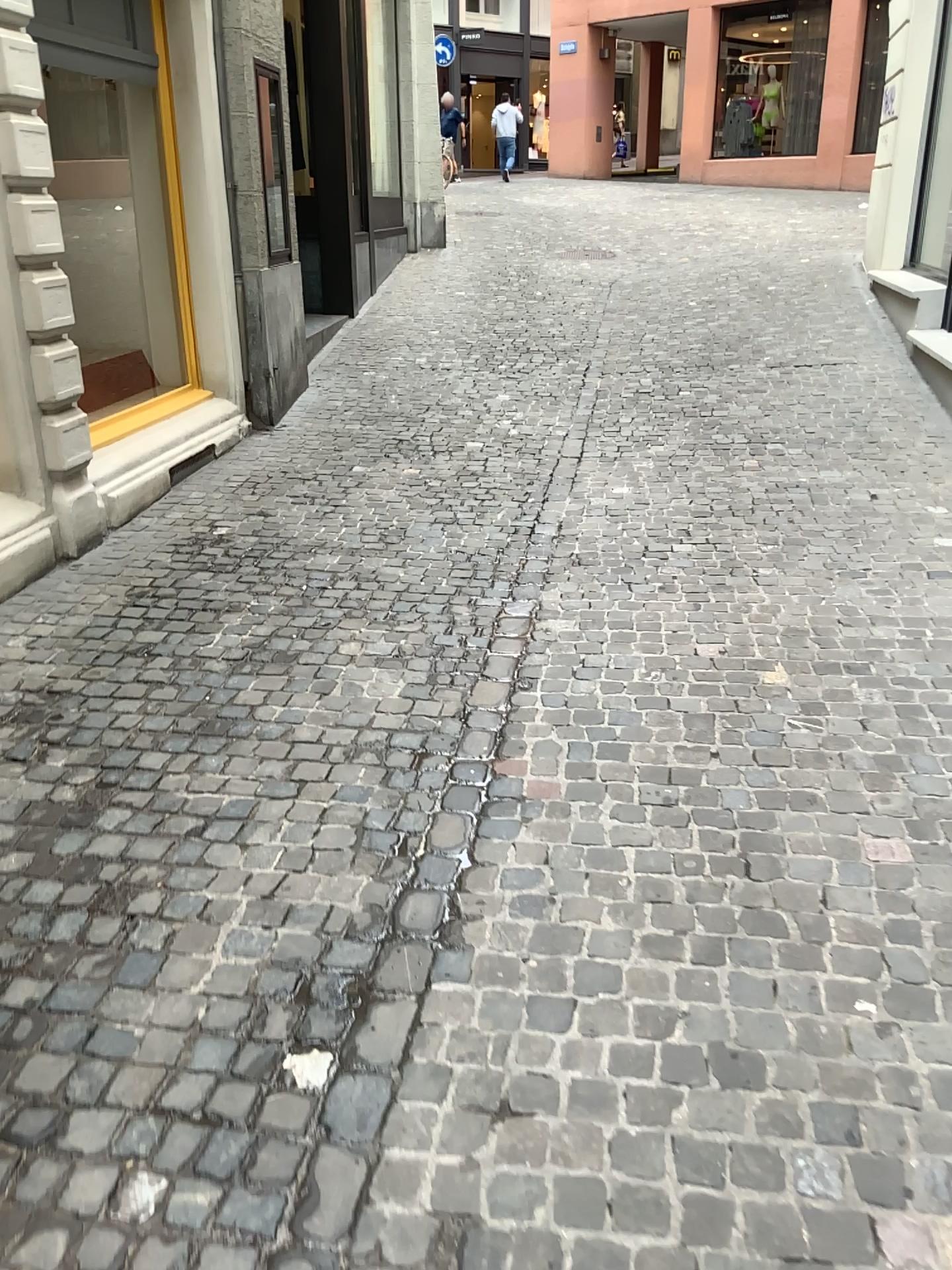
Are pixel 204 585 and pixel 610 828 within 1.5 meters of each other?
no
